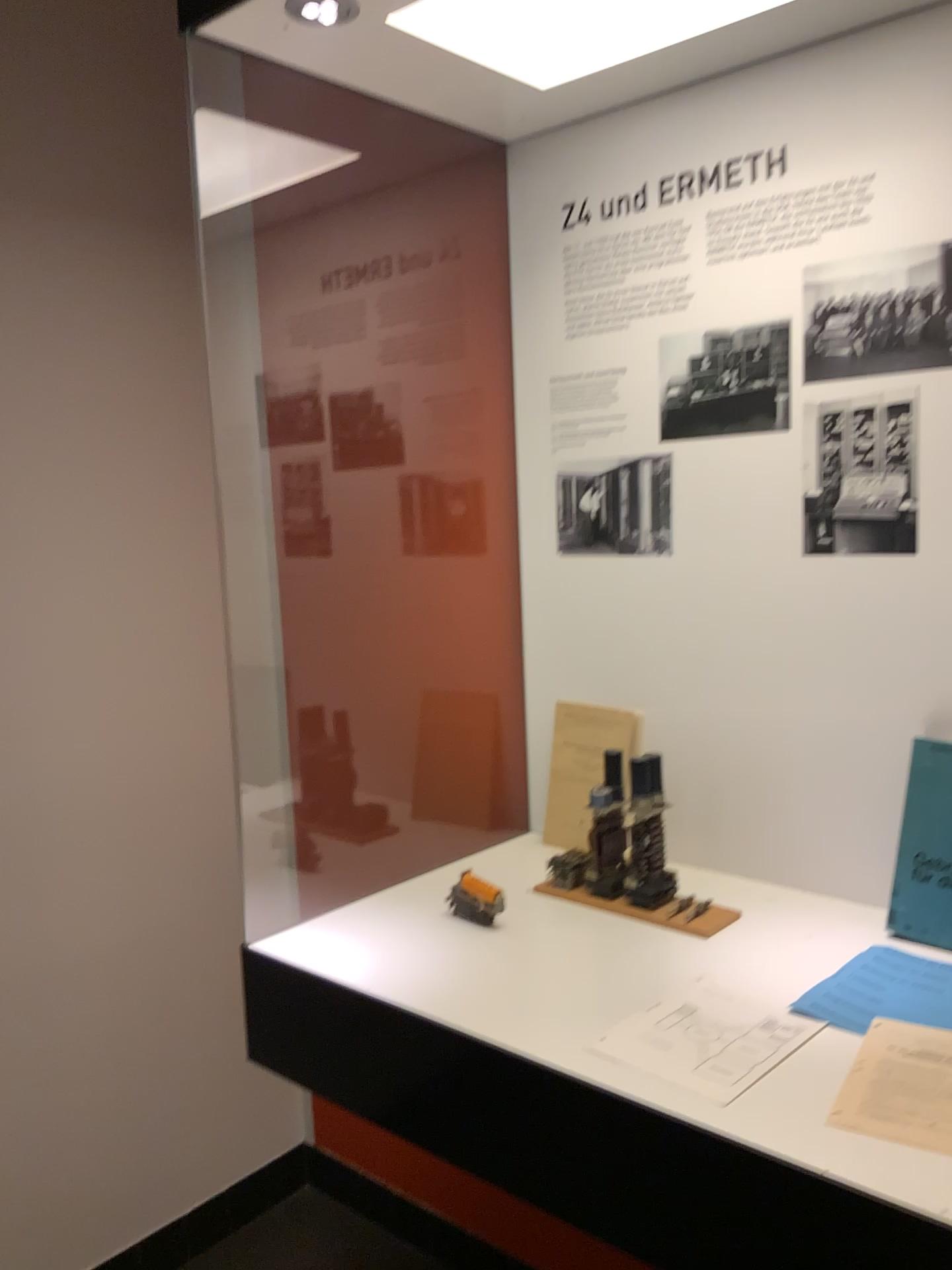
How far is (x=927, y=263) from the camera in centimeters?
124cm

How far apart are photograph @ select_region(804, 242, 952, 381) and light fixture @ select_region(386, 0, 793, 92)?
0.3m

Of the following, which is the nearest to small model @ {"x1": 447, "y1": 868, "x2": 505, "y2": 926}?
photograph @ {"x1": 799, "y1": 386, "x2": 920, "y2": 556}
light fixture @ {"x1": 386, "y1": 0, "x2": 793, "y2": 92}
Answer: photograph @ {"x1": 799, "y1": 386, "x2": 920, "y2": 556}

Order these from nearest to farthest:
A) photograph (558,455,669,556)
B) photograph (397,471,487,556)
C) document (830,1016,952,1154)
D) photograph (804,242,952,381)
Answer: document (830,1016,952,1154) < photograph (804,242,952,381) < photograph (558,455,669,556) < photograph (397,471,487,556)

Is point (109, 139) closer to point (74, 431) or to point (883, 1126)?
point (74, 431)

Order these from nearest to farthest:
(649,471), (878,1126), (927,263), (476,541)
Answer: (878,1126), (927,263), (649,471), (476,541)

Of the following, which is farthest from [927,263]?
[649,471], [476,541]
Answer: [476,541]

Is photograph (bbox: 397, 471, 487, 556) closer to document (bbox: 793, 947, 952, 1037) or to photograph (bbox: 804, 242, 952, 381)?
photograph (bbox: 804, 242, 952, 381)

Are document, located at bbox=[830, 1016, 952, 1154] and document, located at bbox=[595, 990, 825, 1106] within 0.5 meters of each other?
yes

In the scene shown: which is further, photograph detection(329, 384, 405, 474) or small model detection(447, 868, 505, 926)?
photograph detection(329, 384, 405, 474)
